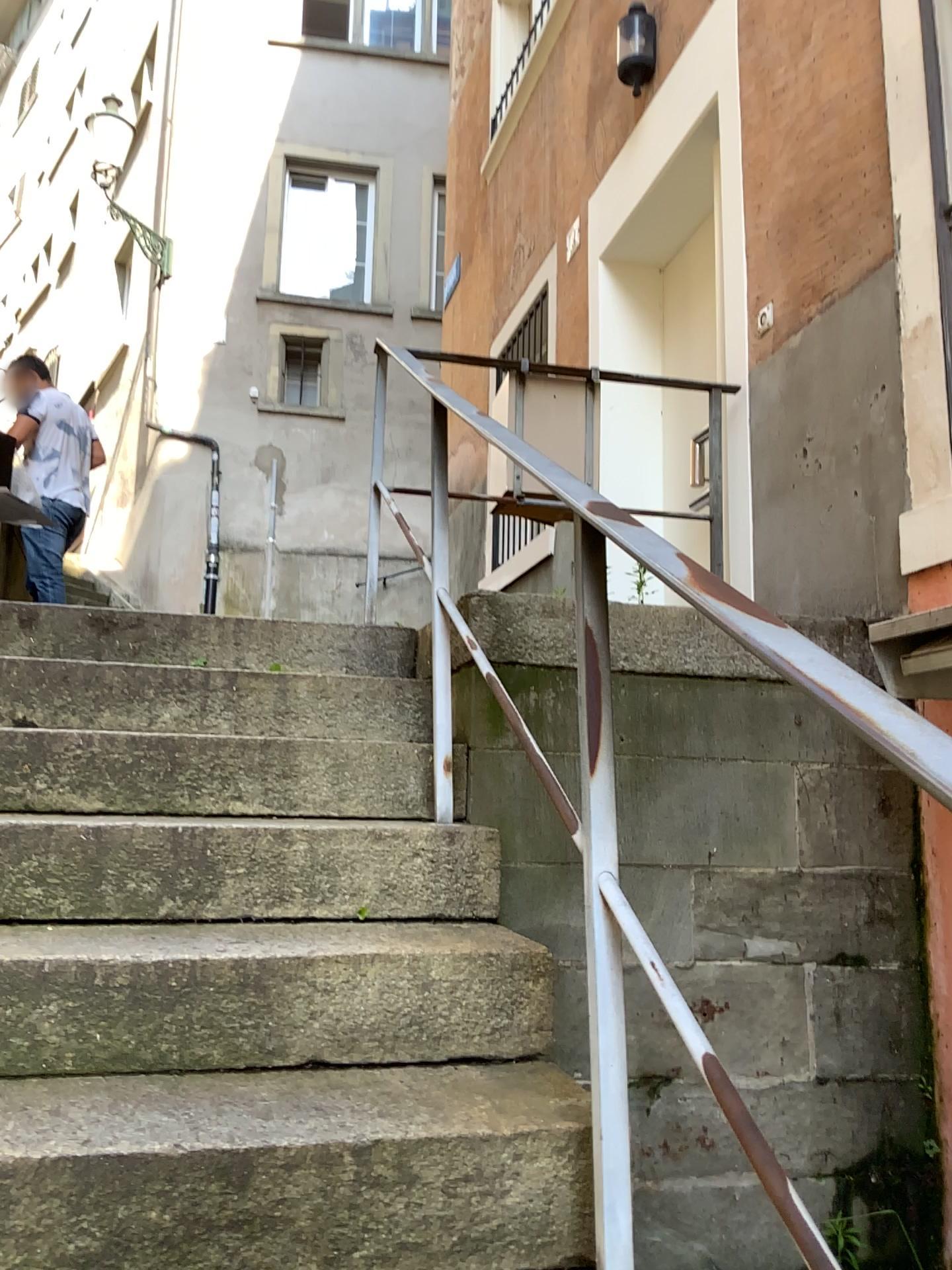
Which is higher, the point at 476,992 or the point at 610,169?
the point at 610,169
